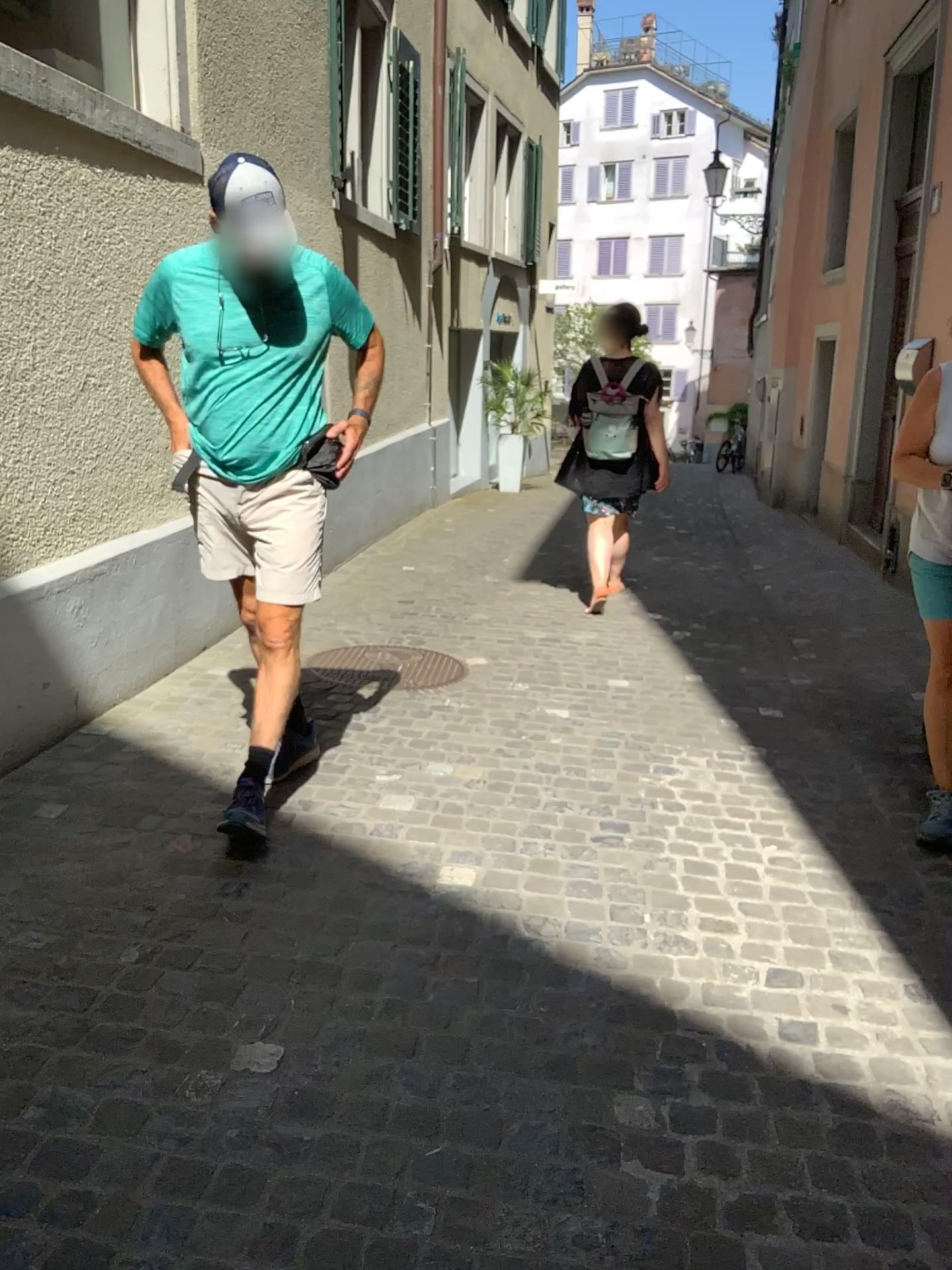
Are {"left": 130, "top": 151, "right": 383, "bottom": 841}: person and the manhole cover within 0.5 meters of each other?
no

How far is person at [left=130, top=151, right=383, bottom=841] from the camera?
2.8m

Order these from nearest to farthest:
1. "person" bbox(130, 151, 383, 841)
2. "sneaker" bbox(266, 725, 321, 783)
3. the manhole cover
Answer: "person" bbox(130, 151, 383, 841) < "sneaker" bbox(266, 725, 321, 783) < the manhole cover

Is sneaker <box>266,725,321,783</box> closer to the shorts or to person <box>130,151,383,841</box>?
person <box>130,151,383,841</box>

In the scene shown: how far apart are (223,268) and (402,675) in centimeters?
199cm

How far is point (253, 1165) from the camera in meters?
1.7

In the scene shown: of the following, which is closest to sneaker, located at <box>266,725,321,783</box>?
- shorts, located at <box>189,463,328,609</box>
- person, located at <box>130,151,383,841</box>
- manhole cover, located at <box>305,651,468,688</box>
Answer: person, located at <box>130,151,383,841</box>

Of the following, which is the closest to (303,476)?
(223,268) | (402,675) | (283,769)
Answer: (223,268)

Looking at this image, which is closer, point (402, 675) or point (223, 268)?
point (223, 268)

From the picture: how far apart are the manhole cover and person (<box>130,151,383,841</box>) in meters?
1.2
